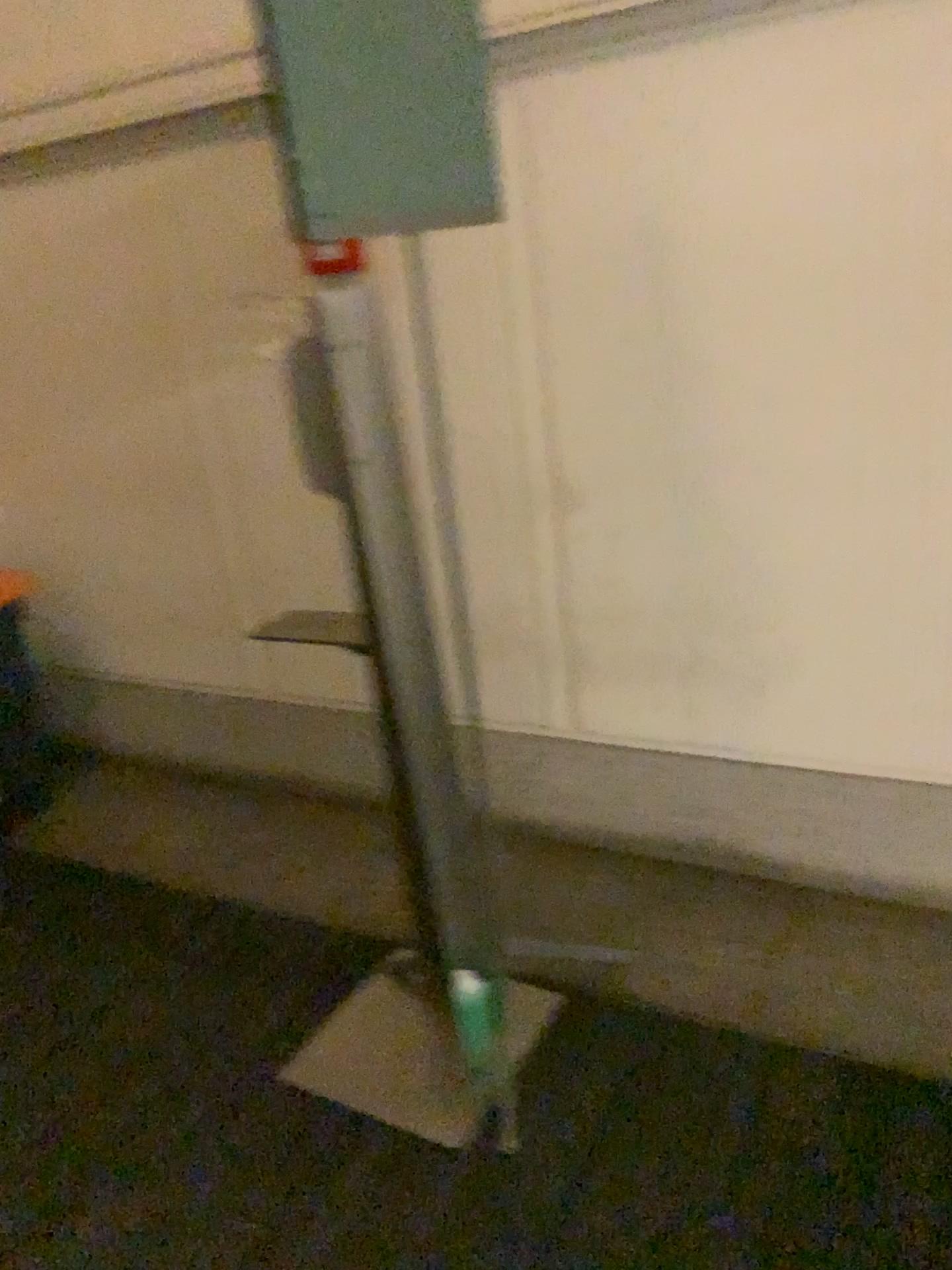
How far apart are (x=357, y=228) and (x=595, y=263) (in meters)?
0.79

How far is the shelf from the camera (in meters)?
2.63

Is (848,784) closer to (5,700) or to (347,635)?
(347,635)

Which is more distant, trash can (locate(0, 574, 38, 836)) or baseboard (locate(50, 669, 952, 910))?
trash can (locate(0, 574, 38, 836))

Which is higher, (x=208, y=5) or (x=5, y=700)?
(x=208, y=5)

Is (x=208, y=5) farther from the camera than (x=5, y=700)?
No

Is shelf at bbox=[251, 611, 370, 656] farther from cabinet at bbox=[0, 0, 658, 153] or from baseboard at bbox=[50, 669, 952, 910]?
cabinet at bbox=[0, 0, 658, 153]

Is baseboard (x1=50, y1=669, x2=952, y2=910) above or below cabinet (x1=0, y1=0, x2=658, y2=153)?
below

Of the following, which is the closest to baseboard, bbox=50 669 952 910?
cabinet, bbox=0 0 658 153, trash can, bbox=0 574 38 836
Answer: trash can, bbox=0 574 38 836

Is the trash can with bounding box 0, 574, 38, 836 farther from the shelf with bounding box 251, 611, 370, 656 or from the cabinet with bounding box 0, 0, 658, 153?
the cabinet with bounding box 0, 0, 658, 153
